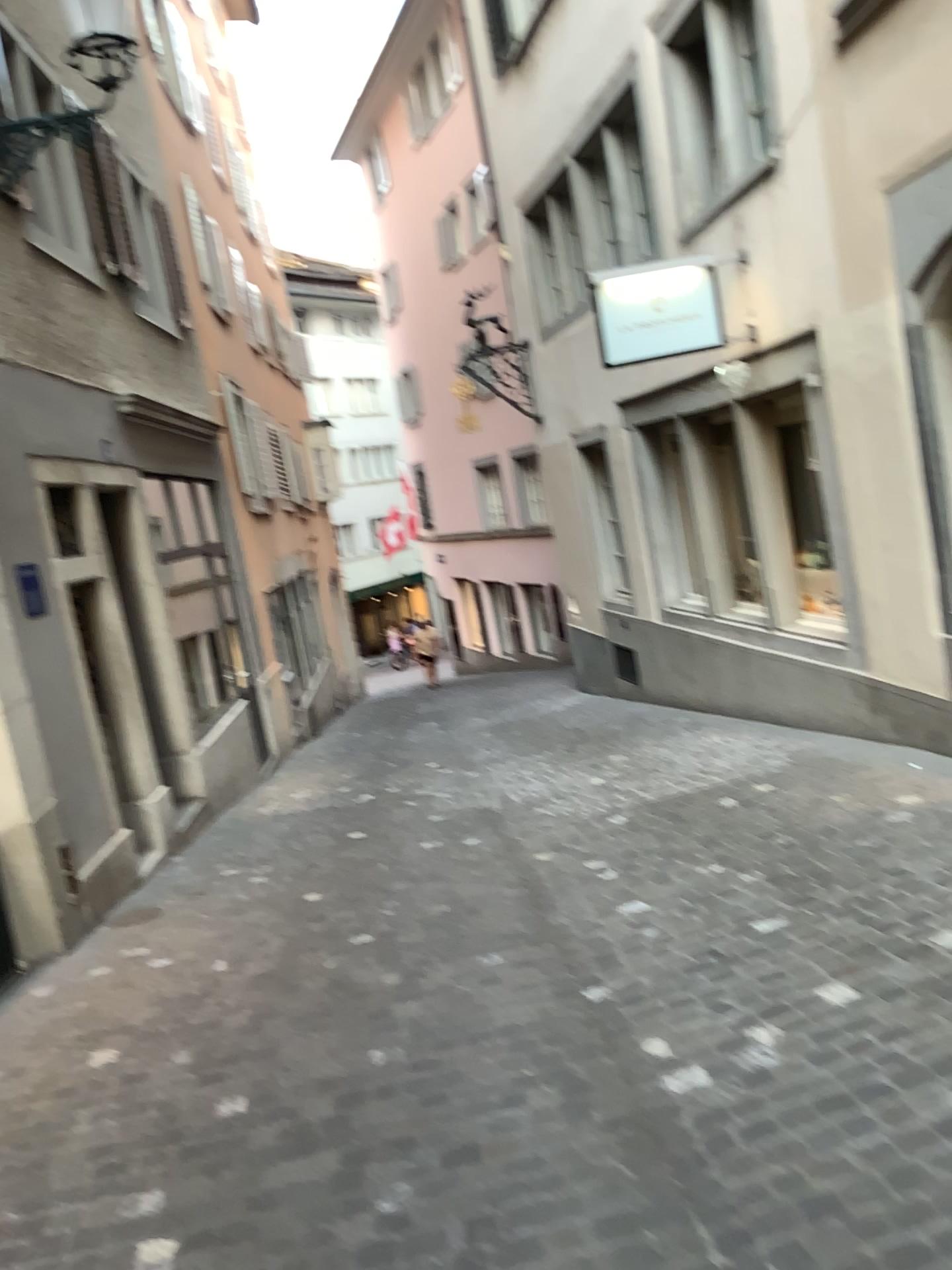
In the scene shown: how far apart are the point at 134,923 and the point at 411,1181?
3.1m
